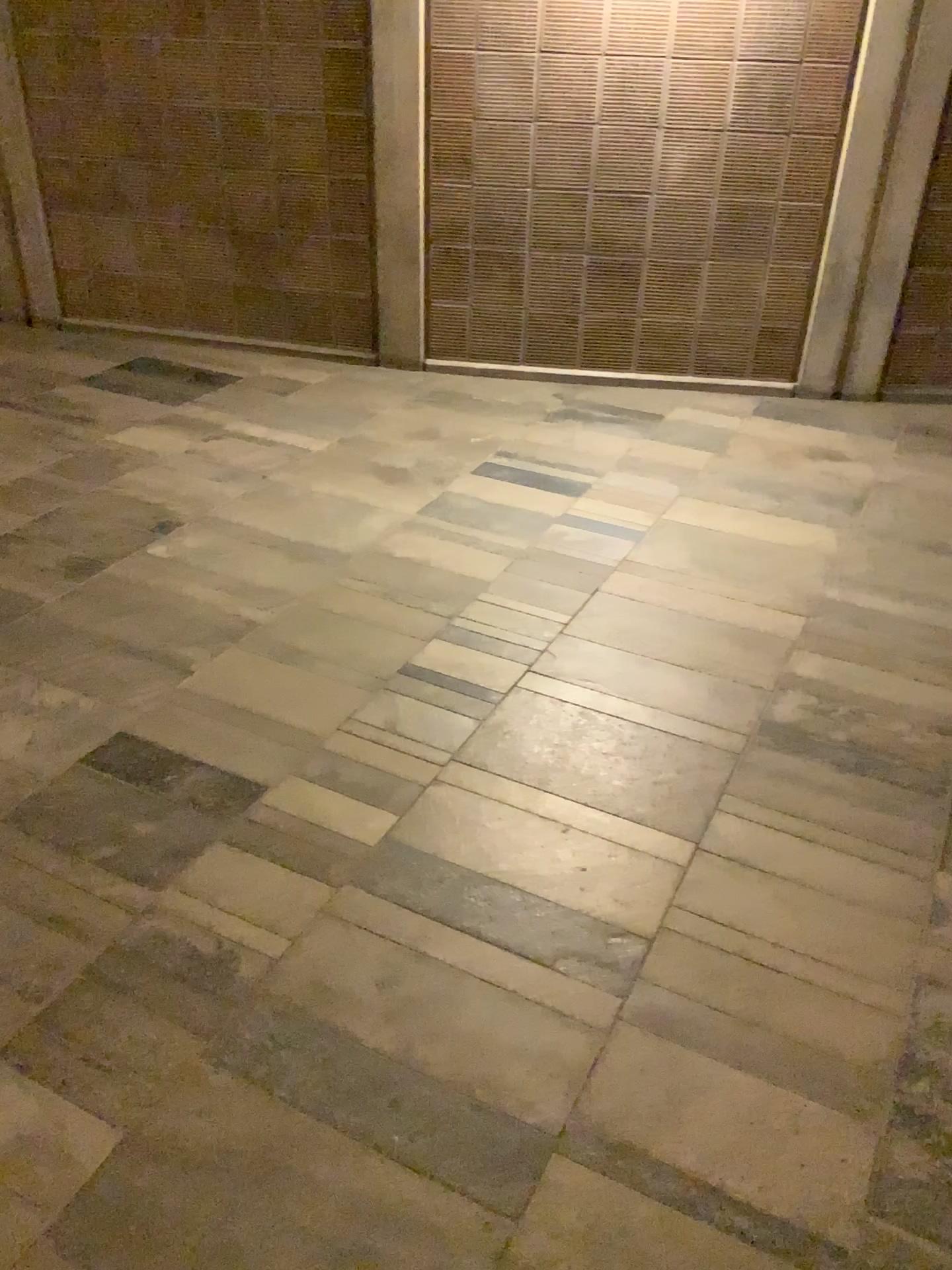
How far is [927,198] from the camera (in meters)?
4.30

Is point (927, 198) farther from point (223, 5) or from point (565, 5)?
point (223, 5)

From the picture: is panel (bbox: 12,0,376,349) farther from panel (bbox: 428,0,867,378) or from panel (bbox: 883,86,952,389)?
panel (bbox: 883,86,952,389)

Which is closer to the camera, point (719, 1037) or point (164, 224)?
point (719, 1037)

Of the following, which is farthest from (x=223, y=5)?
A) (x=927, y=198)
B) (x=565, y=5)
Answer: (x=927, y=198)

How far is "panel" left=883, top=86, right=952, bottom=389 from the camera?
4.3 meters

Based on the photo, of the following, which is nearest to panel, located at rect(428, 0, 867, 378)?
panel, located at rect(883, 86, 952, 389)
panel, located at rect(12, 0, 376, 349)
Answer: panel, located at rect(12, 0, 376, 349)
